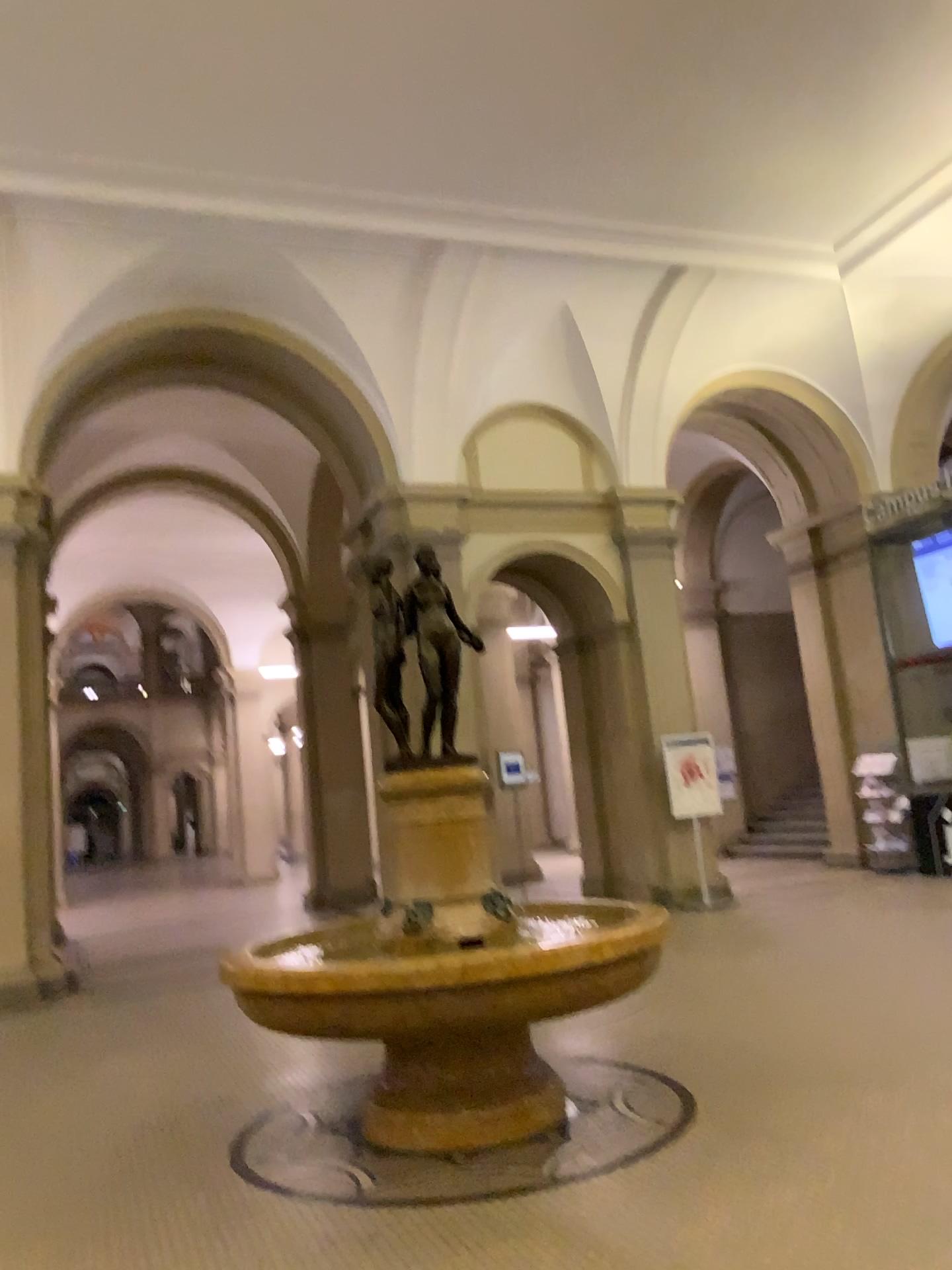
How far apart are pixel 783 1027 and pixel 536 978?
1.6 meters
